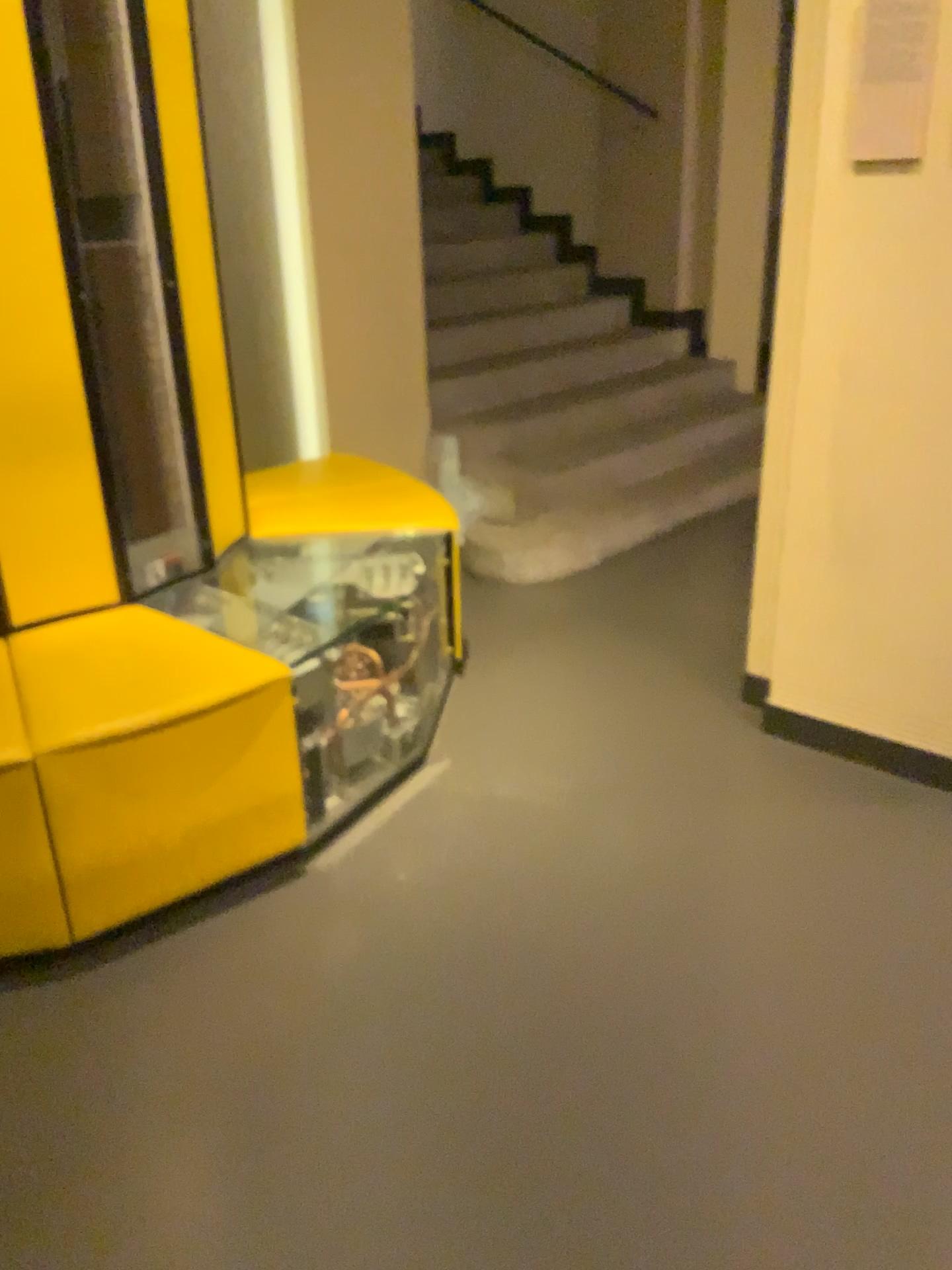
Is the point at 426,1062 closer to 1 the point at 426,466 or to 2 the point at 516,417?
1 the point at 426,466
